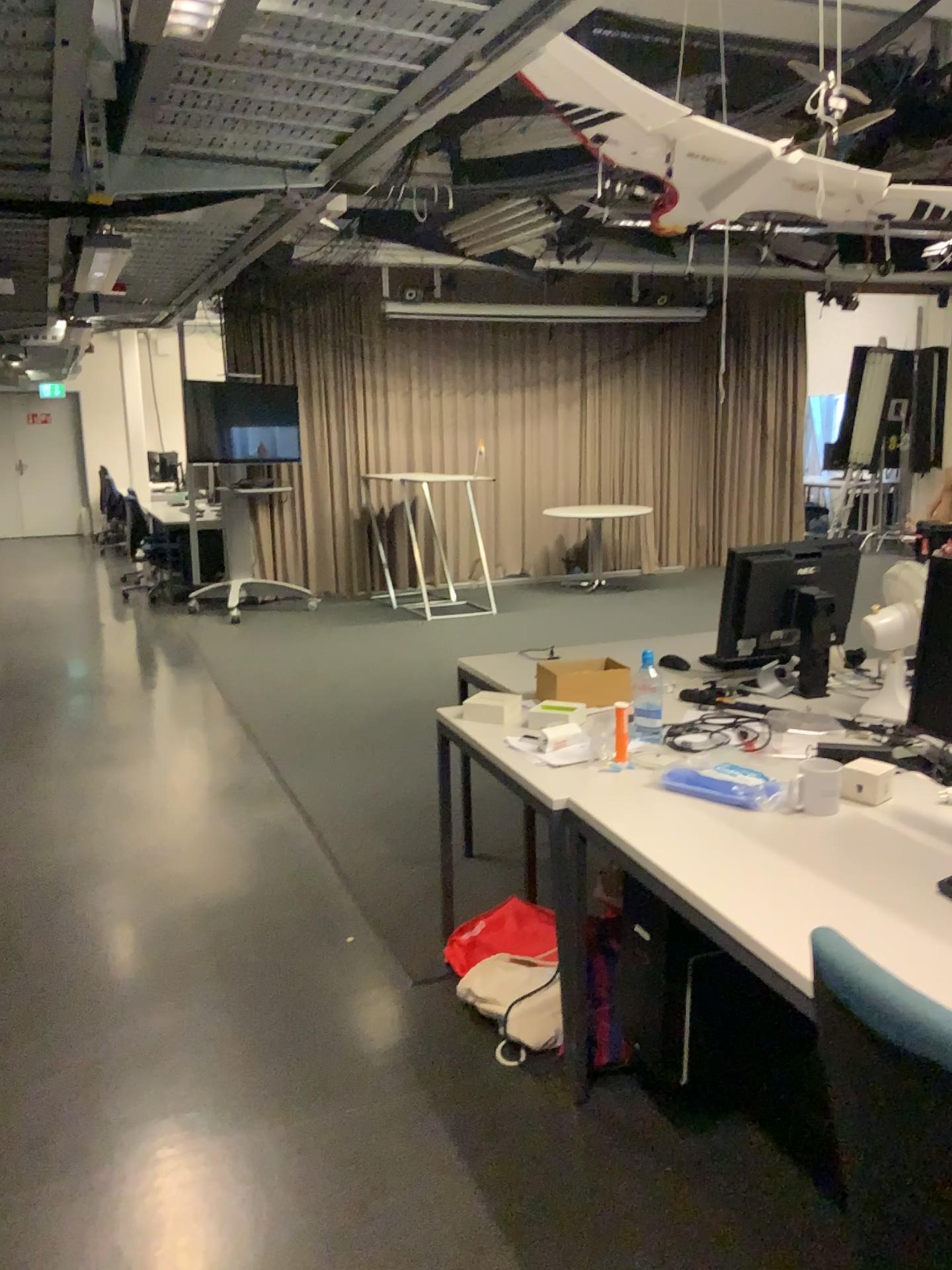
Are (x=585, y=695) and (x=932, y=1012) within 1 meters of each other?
no

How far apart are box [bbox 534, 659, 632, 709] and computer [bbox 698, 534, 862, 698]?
0.29m

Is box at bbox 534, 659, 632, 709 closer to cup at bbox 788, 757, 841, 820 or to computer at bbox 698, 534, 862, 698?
computer at bbox 698, 534, 862, 698

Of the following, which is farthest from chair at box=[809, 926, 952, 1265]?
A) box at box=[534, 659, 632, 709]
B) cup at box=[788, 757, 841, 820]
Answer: box at box=[534, 659, 632, 709]

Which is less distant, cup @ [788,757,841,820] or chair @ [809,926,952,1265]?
chair @ [809,926,952,1265]

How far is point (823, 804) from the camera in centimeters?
223cm

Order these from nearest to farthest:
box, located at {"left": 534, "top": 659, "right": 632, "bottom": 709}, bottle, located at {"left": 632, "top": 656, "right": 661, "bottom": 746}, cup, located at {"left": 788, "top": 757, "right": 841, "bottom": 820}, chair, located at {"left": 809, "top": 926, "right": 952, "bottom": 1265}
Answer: chair, located at {"left": 809, "top": 926, "right": 952, "bottom": 1265}
cup, located at {"left": 788, "top": 757, "right": 841, "bottom": 820}
bottle, located at {"left": 632, "top": 656, "right": 661, "bottom": 746}
box, located at {"left": 534, "top": 659, "right": 632, "bottom": 709}

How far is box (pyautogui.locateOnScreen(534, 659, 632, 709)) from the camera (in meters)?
3.06

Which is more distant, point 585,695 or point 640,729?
point 585,695

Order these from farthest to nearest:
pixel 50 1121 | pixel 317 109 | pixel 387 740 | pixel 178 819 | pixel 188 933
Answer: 1. pixel 387 740
2. pixel 178 819
3. pixel 188 933
4. pixel 50 1121
5. pixel 317 109
